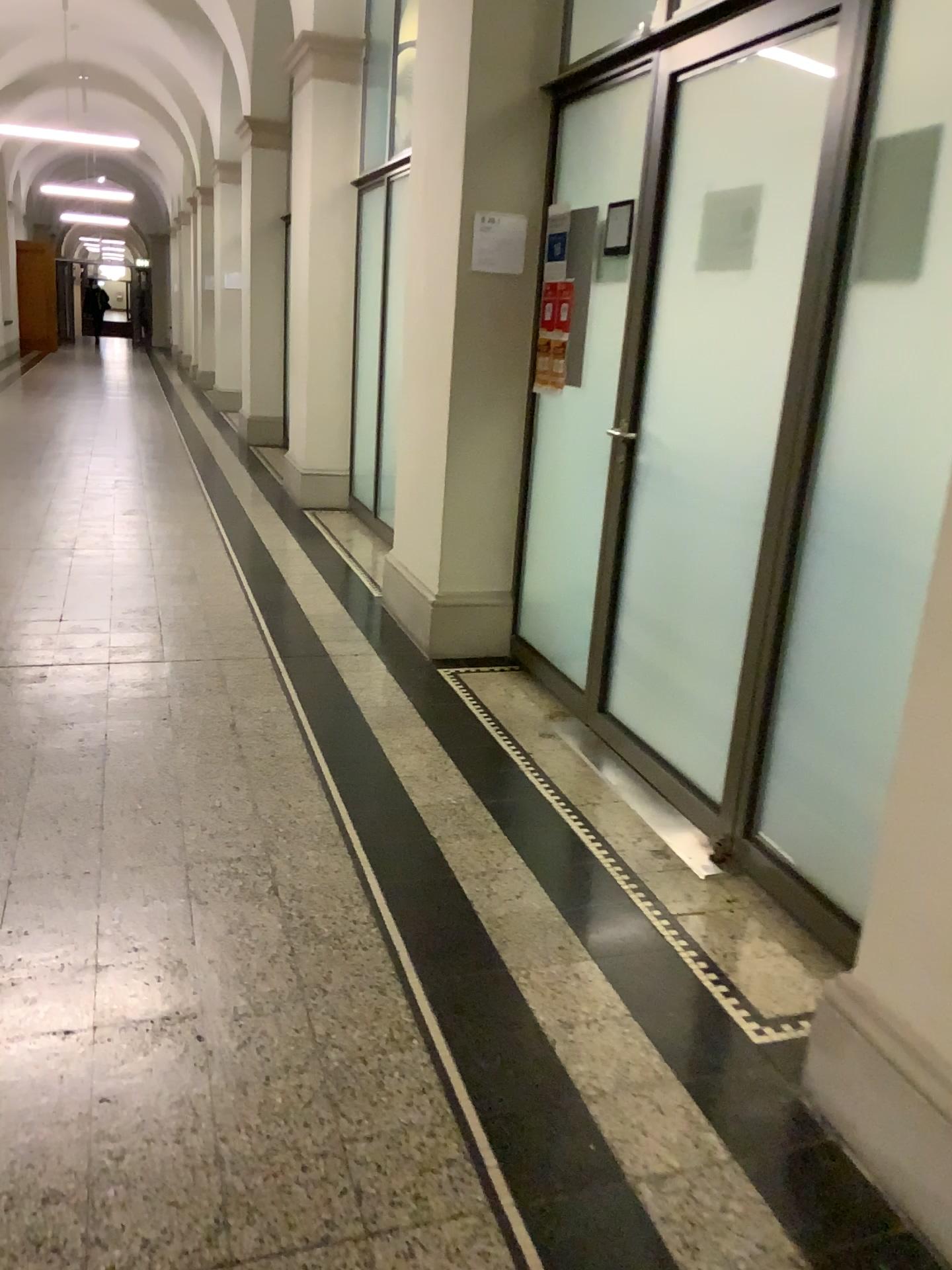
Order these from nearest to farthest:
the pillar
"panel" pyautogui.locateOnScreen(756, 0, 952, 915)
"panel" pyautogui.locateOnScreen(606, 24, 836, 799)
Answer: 1. the pillar
2. "panel" pyautogui.locateOnScreen(756, 0, 952, 915)
3. "panel" pyautogui.locateOnScreen(606, 24, 836, 799)

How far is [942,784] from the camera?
1.65m

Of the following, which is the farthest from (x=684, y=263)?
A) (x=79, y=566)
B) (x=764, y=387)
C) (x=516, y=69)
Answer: (x=79, y=566)

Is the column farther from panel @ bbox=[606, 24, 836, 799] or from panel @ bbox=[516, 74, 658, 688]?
panel @ bbox=[606, 24, 836, 799]

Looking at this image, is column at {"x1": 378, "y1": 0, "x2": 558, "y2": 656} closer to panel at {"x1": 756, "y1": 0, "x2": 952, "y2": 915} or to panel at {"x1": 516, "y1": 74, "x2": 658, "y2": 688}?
panel at {"x1": 516, "y1": 74, "x2": 658, "y2": 688}

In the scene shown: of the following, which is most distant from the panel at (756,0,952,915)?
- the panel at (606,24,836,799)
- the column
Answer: Result: the column

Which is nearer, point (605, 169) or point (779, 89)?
point (779, 89)

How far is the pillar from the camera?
1.7 meters

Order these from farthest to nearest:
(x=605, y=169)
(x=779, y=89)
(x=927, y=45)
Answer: (x=605, y=169), (x=779, y=89), (x=927, y=45)

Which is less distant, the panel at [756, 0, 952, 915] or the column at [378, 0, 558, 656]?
the panel at [756, 0, 952, 915]
